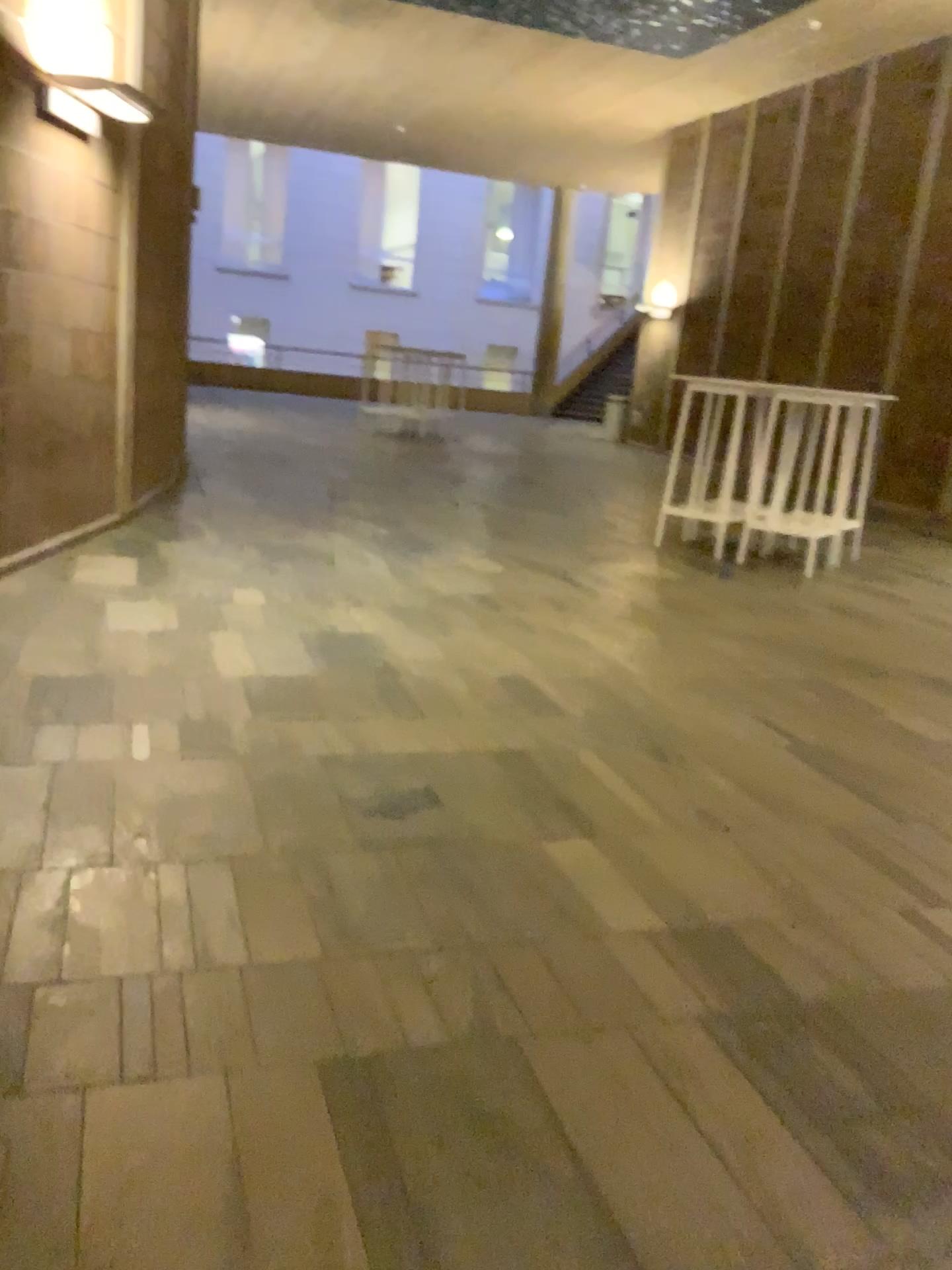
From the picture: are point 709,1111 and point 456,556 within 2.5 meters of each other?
no
